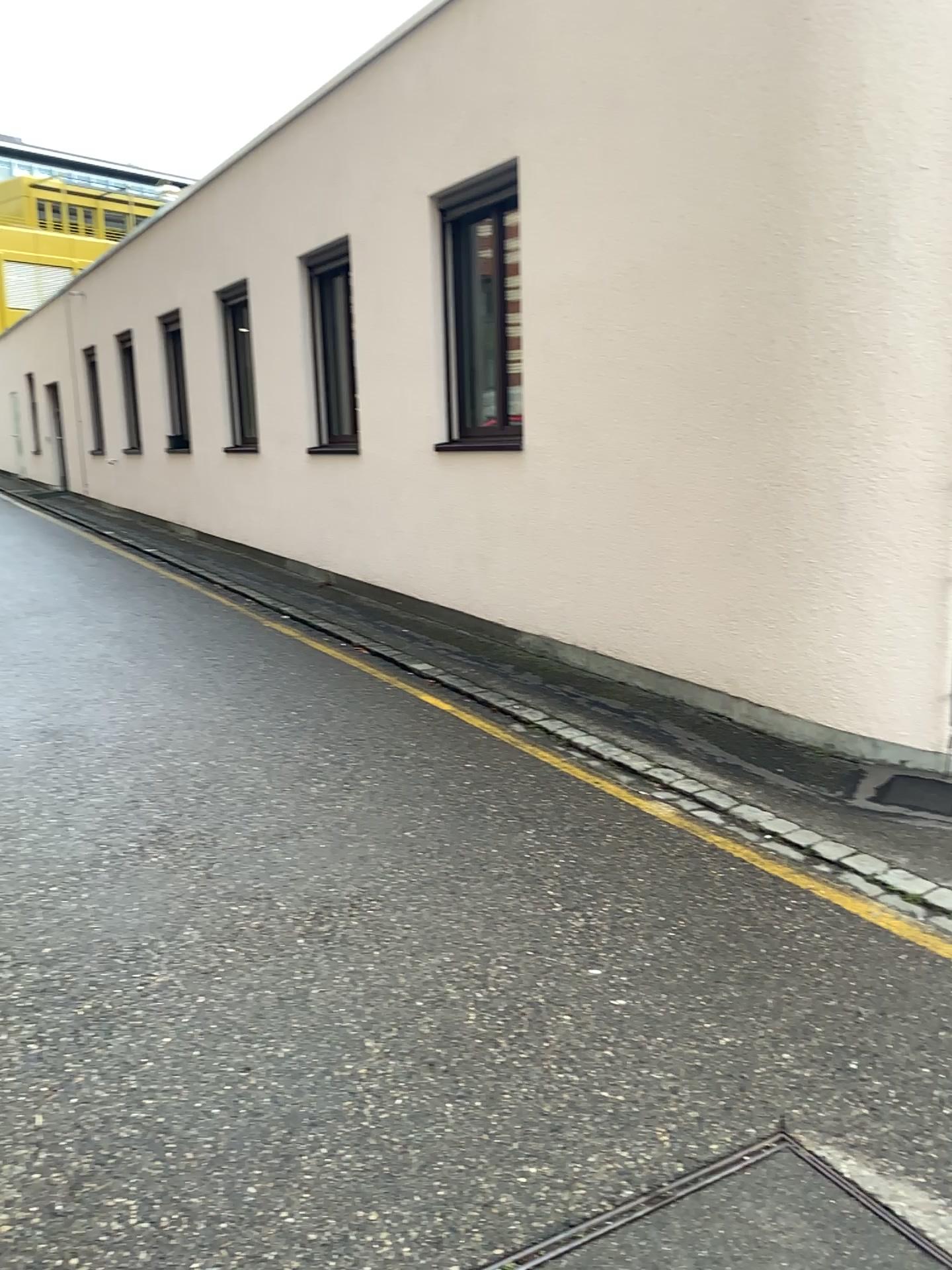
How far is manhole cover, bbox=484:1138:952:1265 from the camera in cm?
200

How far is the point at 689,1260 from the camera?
2.0 meters

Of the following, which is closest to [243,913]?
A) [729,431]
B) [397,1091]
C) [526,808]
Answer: [397,1091]
